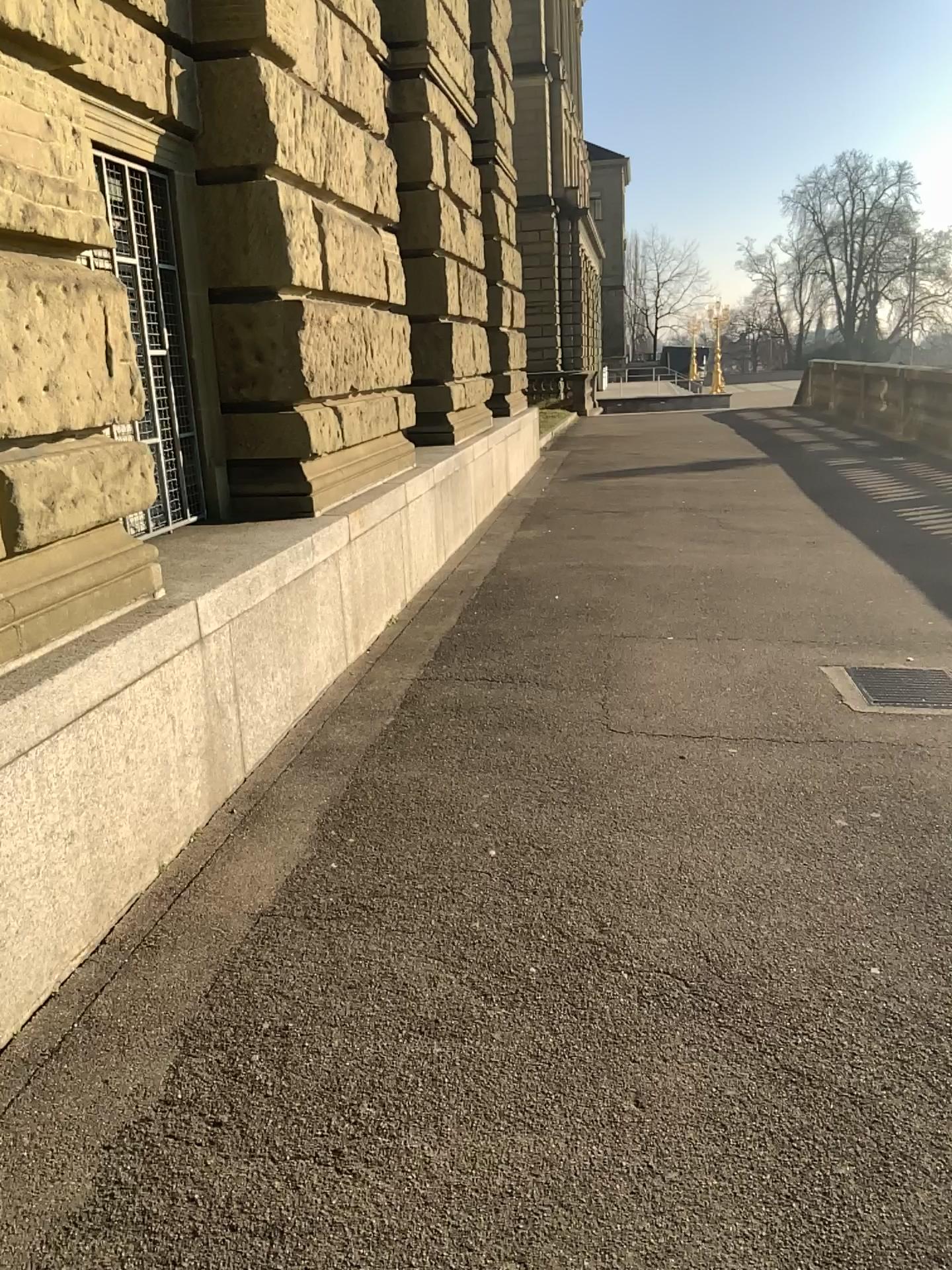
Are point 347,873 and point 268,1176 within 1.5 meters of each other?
yes
